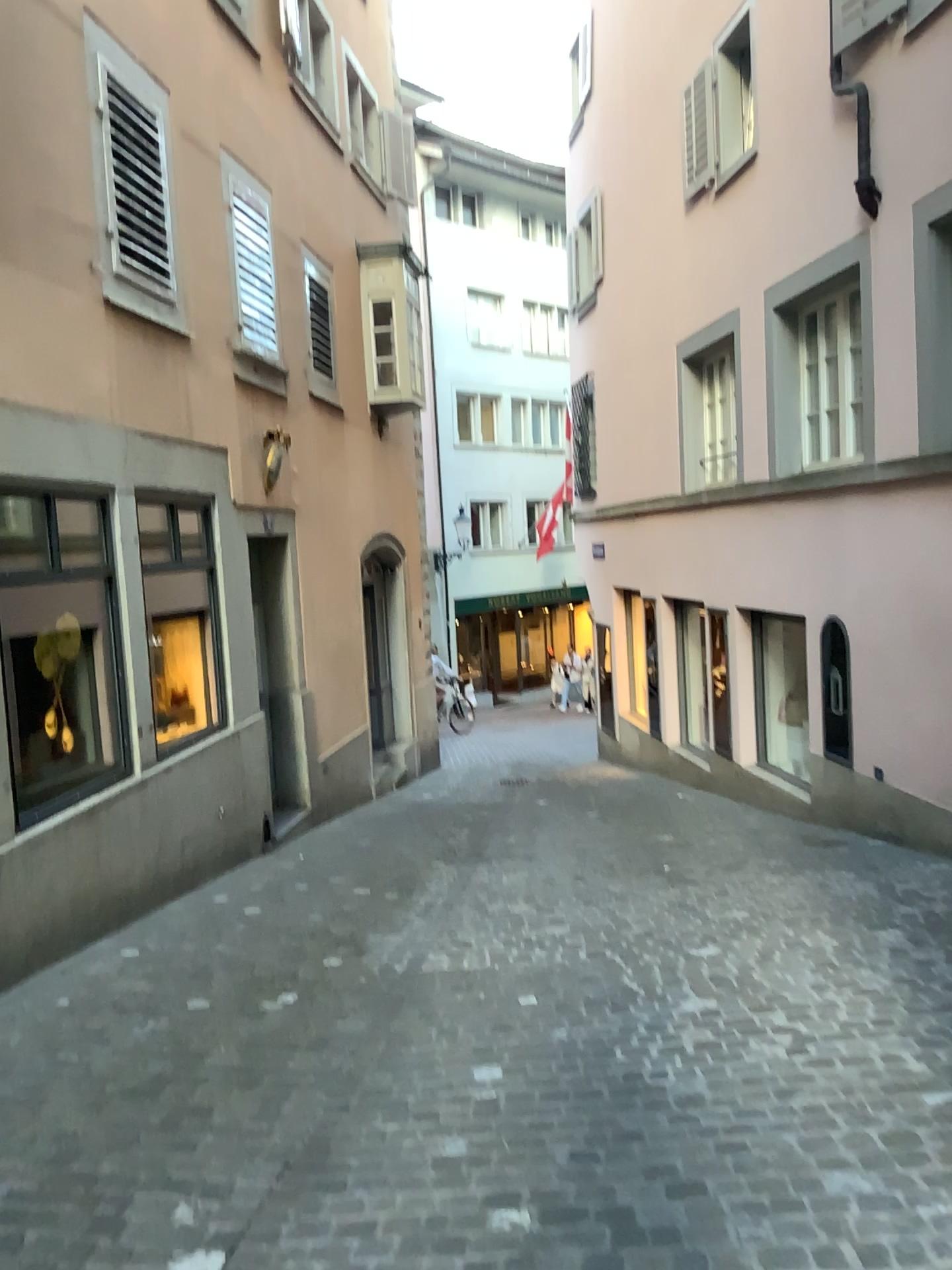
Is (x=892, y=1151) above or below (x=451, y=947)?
above
